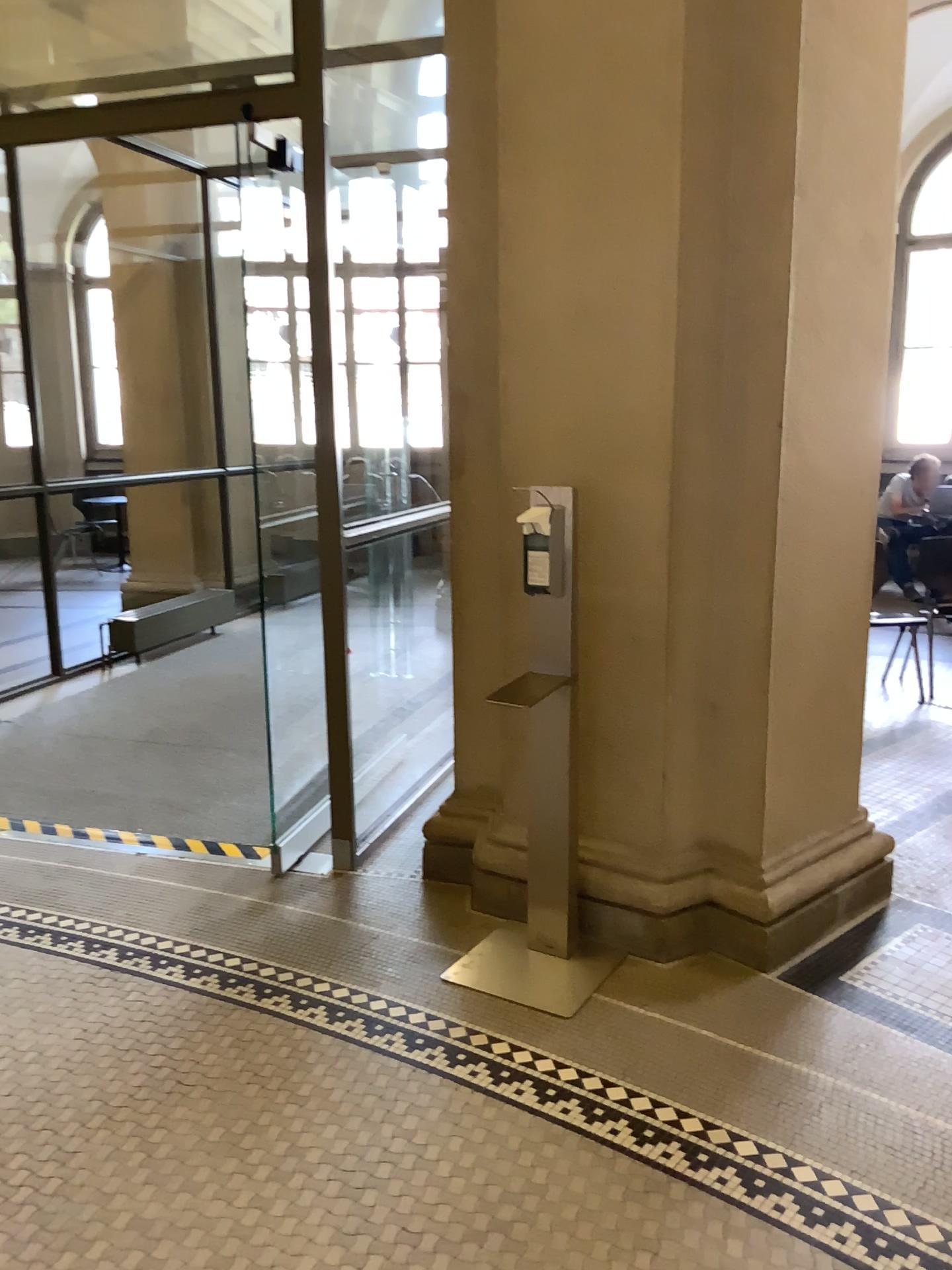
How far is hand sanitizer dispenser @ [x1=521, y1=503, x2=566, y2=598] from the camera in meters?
2.7

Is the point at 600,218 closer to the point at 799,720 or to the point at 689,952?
the point at 799,720

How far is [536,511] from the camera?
2.7m

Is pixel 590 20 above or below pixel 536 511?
above
